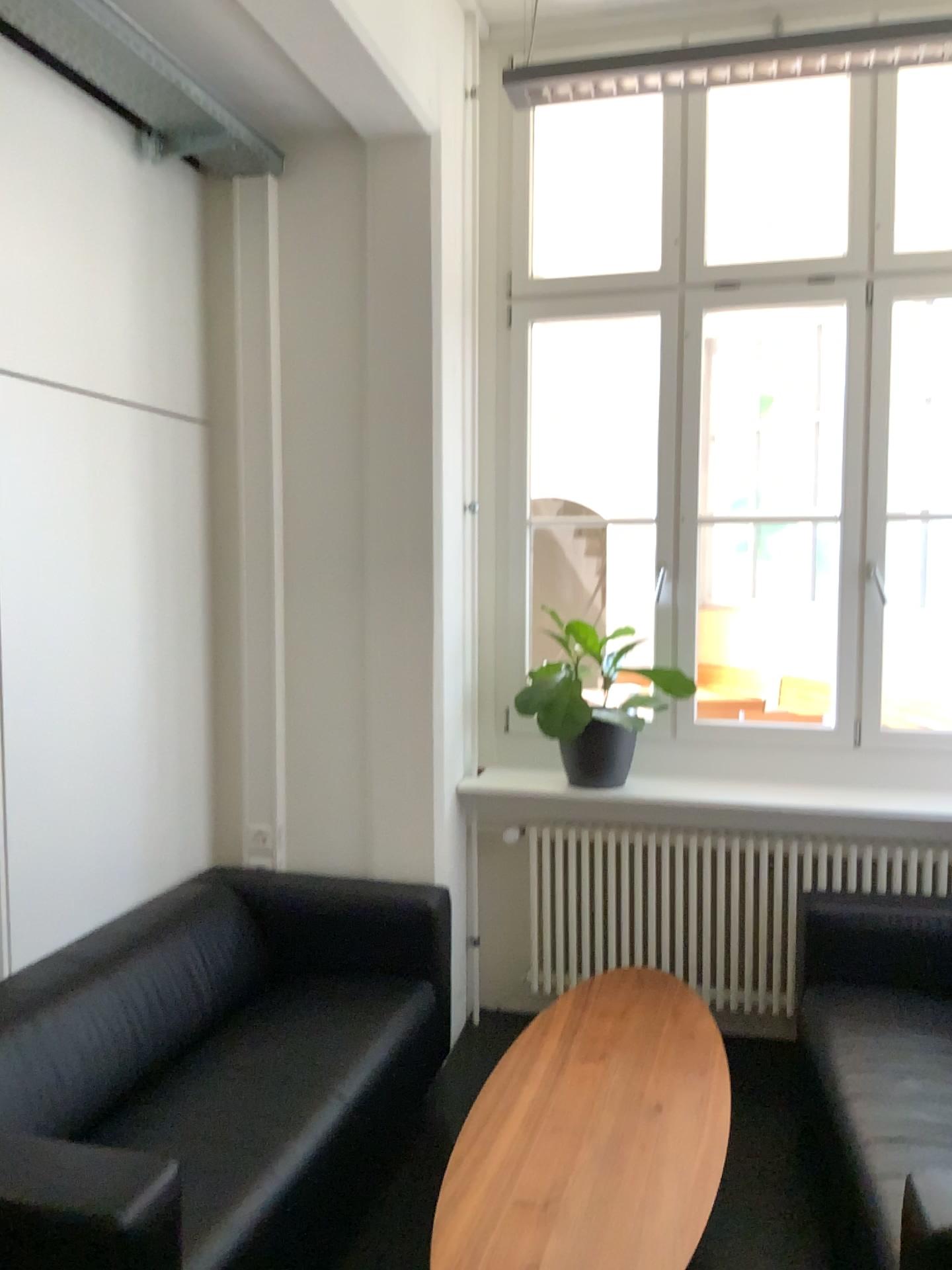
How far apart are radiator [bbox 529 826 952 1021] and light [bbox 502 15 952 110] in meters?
2.2

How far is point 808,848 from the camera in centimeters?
349cm

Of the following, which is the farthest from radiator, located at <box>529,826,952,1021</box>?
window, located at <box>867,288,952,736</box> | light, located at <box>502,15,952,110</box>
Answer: light, located at <box>502,15,952,110</box>

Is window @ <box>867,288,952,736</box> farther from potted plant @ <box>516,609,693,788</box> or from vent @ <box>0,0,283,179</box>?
vent @ <box>0,0,283,179</box>

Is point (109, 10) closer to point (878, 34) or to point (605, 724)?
point (878, 34)

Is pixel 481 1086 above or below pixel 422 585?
below

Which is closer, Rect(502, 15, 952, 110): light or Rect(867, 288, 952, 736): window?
Rect(502, 15, 952, 110): light

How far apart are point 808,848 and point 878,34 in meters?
2.4 m

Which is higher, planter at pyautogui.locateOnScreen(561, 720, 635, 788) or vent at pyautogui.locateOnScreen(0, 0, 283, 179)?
vent at pyautogui.locateOnScreen(0, 0, 283, 179)

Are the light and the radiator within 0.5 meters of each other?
no
